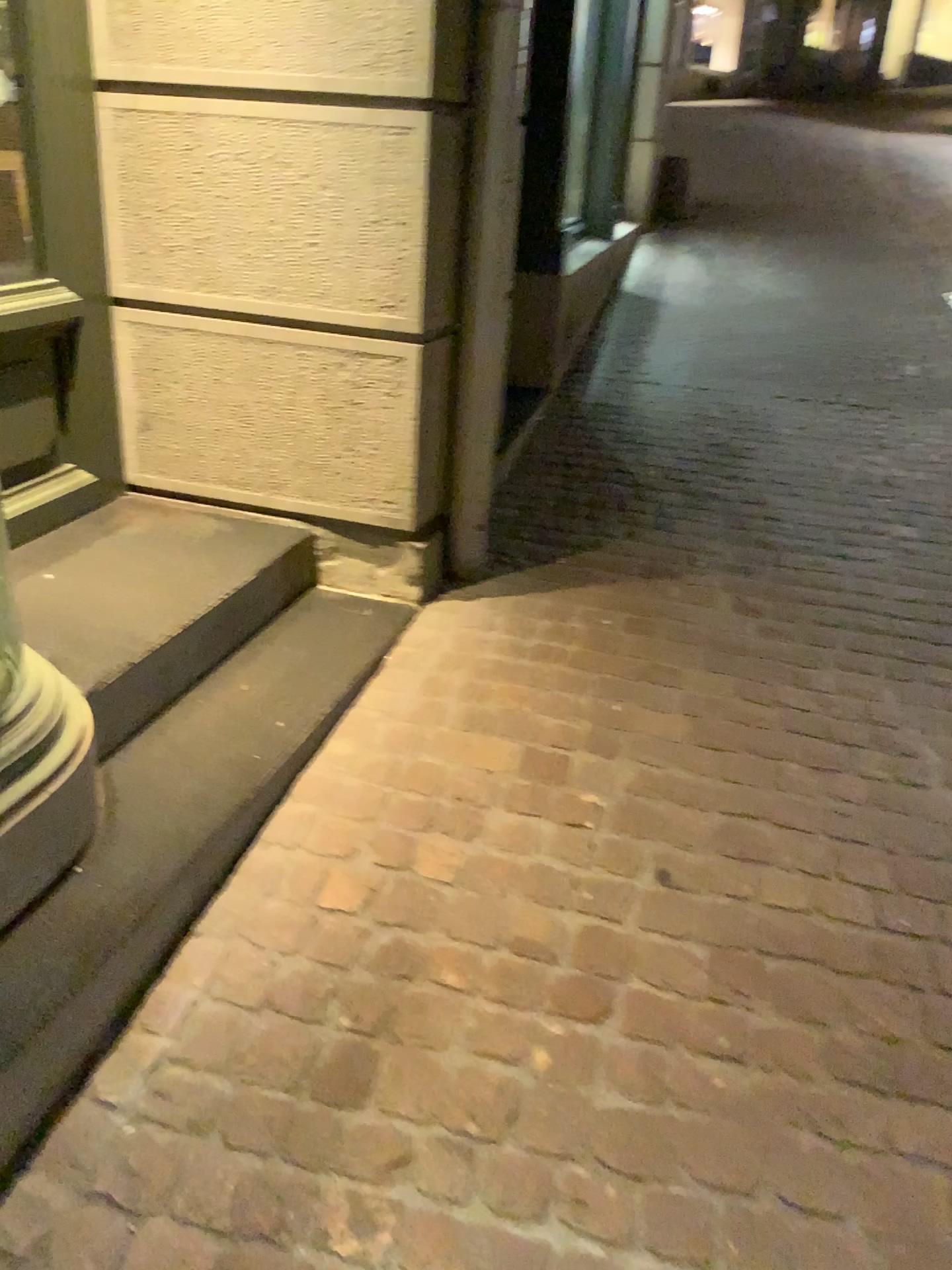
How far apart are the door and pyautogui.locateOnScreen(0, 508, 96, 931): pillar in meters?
0.8

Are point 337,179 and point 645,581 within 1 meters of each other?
no

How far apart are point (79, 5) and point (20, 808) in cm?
182

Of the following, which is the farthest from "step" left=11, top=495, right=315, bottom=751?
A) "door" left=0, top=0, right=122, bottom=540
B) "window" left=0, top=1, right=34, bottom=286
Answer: "window" left=0, top=1, right=34, bottom=286

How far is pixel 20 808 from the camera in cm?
155

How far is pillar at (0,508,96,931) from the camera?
1.5m

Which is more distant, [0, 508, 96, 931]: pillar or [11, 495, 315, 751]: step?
[11, 495, 315, 751]: step

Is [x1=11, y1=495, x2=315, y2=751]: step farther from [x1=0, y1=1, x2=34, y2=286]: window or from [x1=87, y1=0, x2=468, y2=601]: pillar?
[x1=0, y1=1, x2=34, y2=286]: window

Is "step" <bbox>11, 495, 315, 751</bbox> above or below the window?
below

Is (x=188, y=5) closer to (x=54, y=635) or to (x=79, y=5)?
(x=79, y=5)
